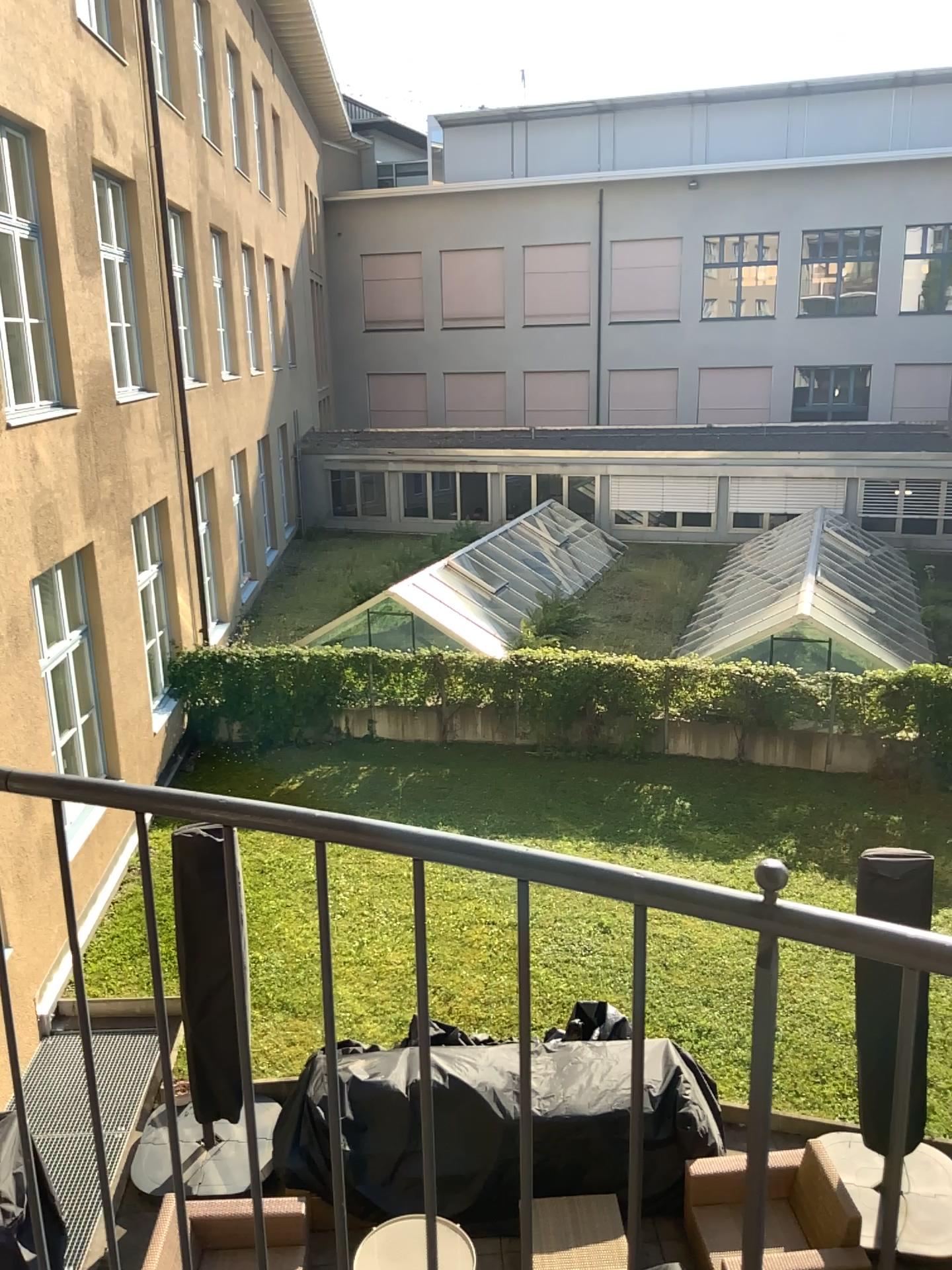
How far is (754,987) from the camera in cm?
102
